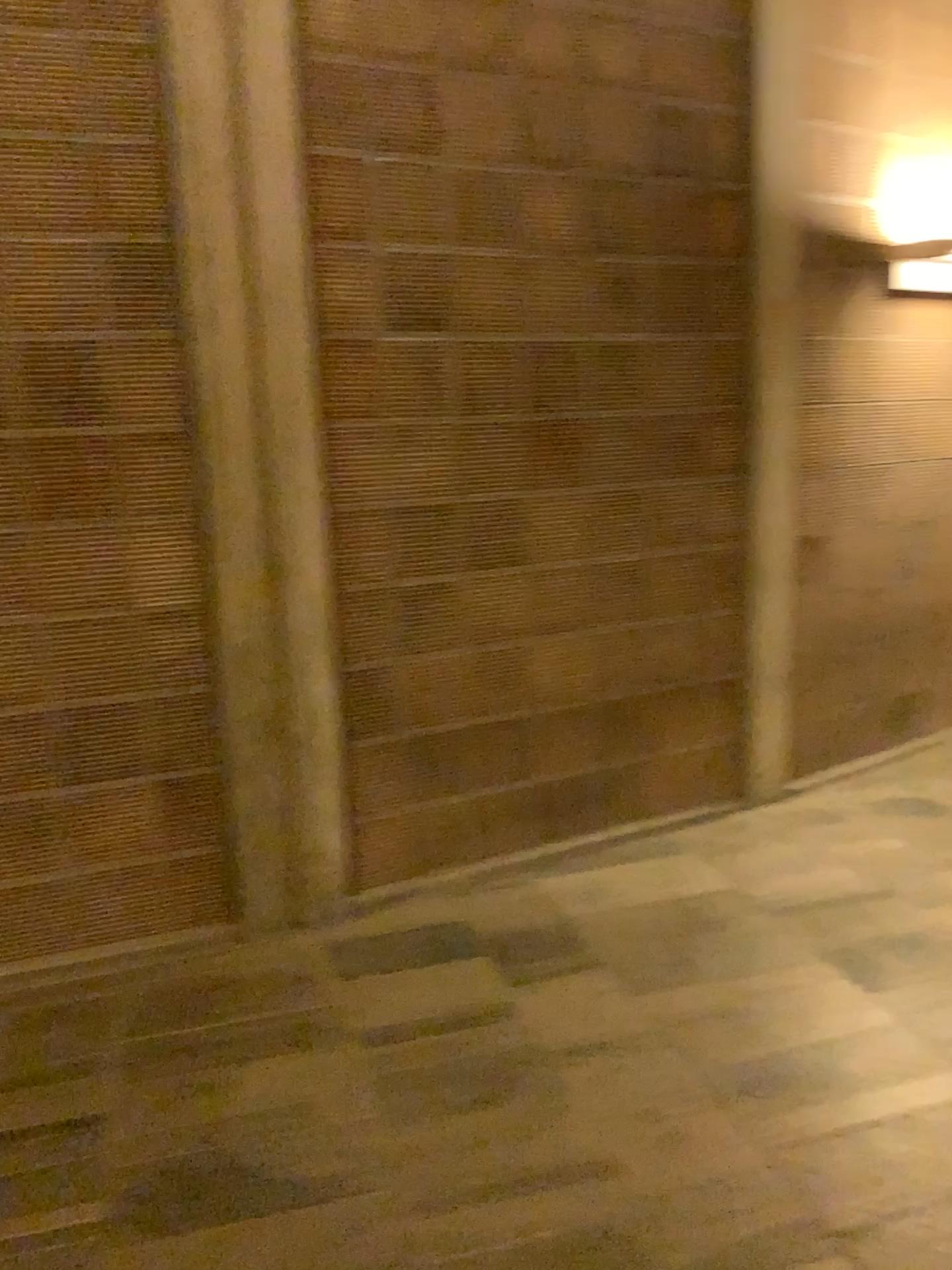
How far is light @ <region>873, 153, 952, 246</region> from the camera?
4.2 meters

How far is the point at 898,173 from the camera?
4.2 meters

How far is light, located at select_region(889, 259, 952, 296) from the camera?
4.3m

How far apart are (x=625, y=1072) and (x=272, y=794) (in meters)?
1.34

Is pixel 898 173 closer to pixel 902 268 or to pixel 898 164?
pixel 898 164

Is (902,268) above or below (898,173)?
below

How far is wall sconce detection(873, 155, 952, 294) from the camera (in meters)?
4.16
